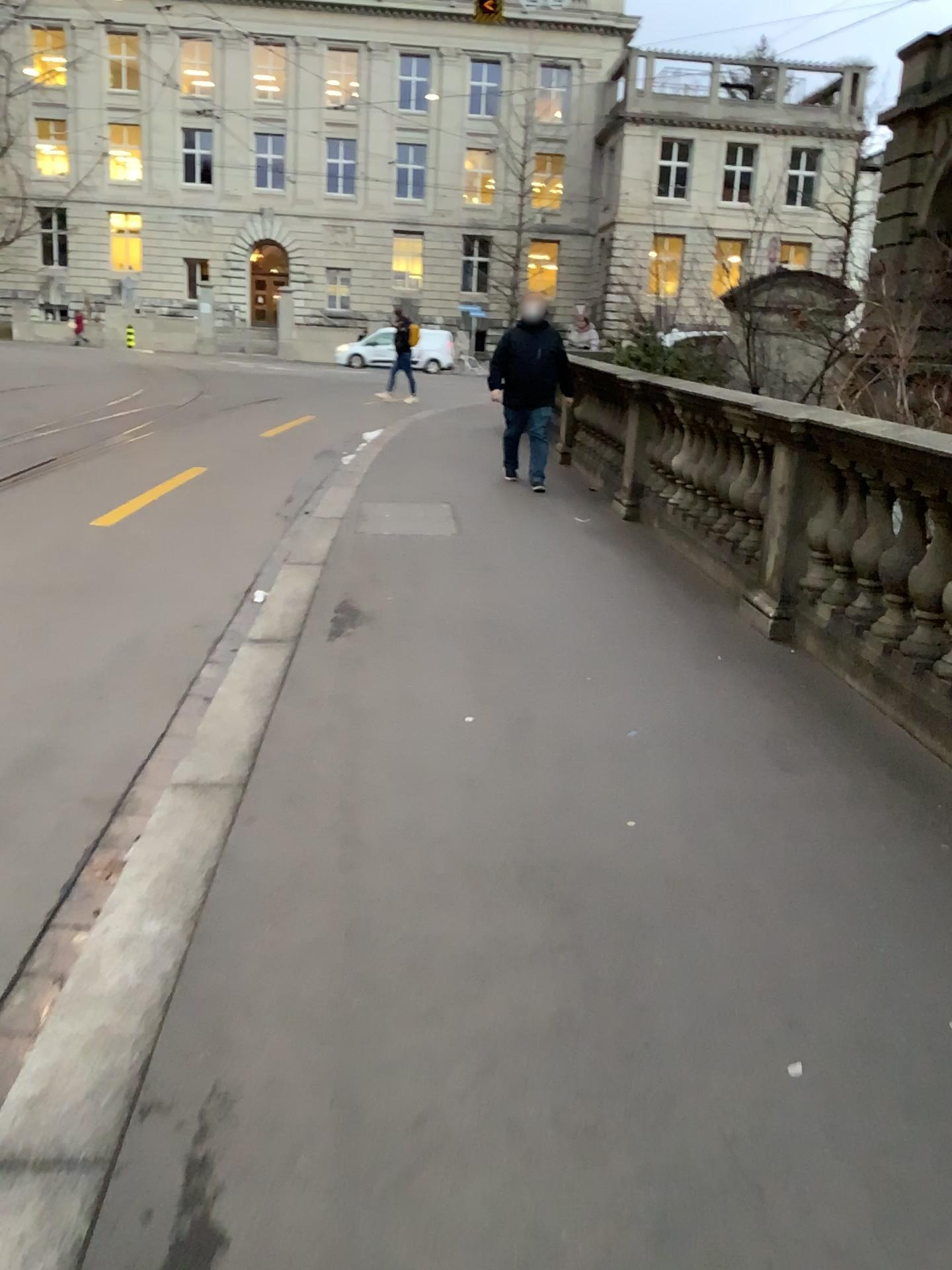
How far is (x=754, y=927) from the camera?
2.59m
